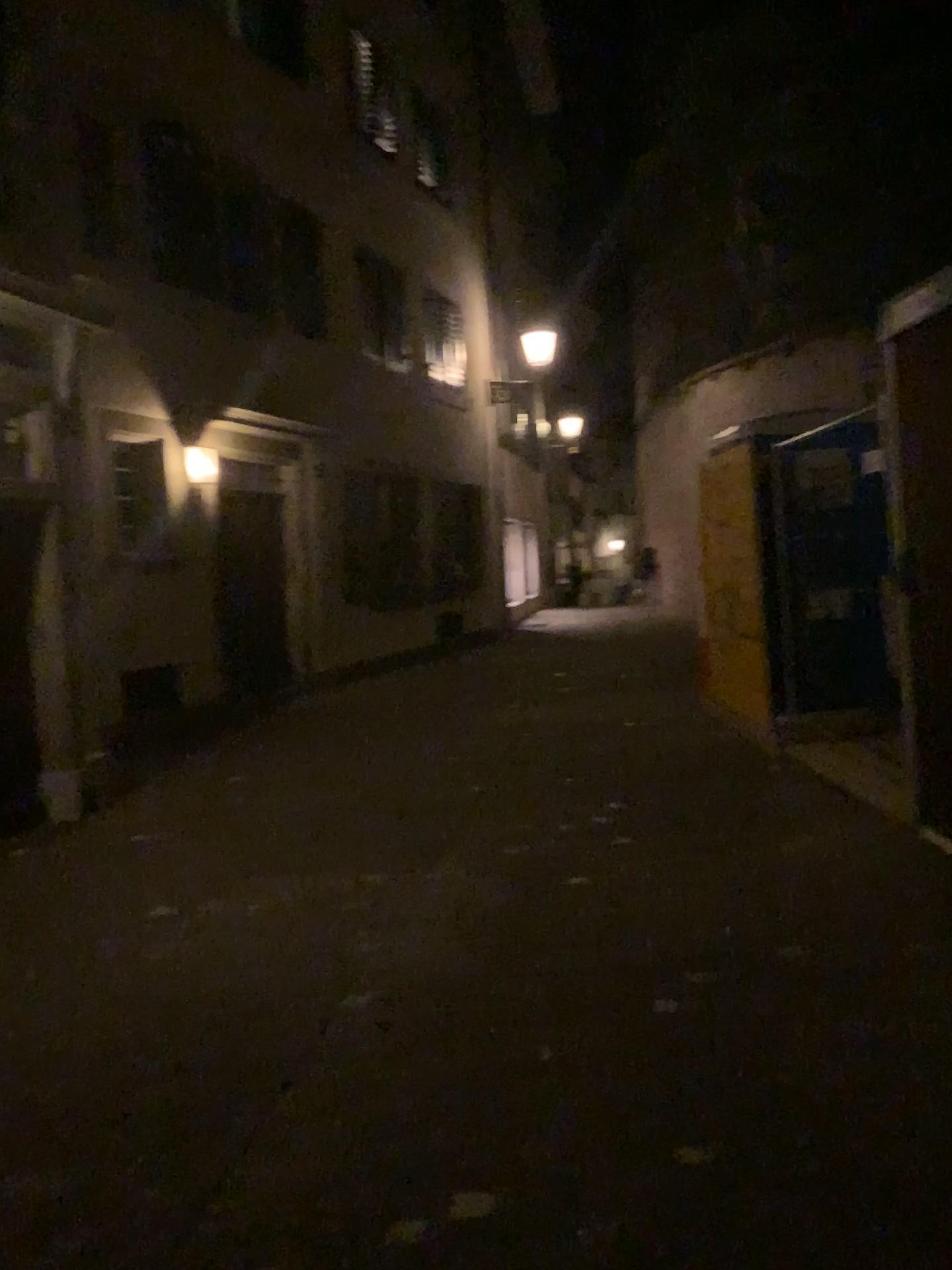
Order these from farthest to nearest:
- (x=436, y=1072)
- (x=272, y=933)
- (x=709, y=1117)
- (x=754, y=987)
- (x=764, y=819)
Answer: (x=764, y=819) → (x=272, y=933) → (x=754, y=987) → (x=436, y=1072) → (x=709, y=1117)
